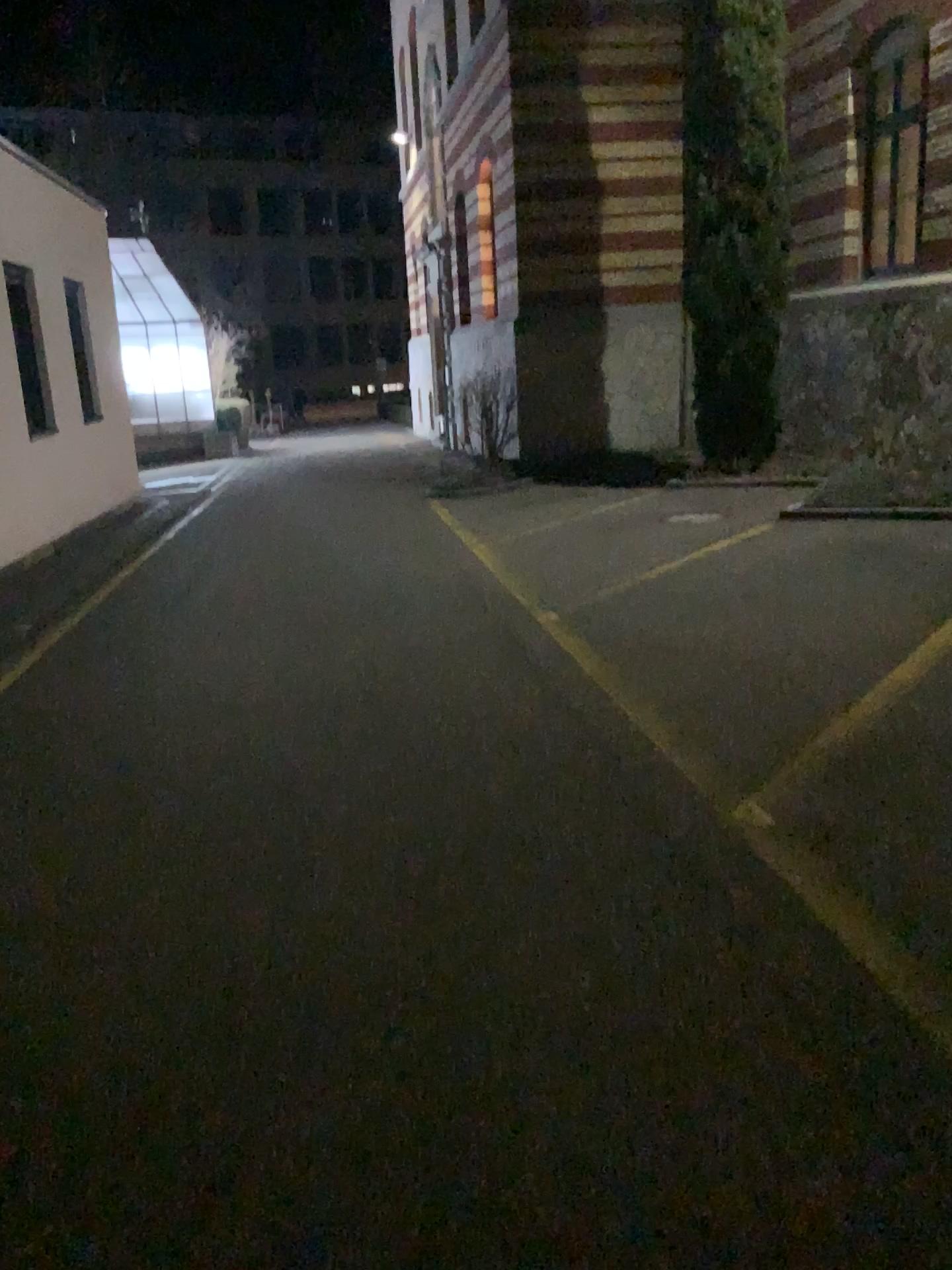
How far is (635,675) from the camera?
5.3m
